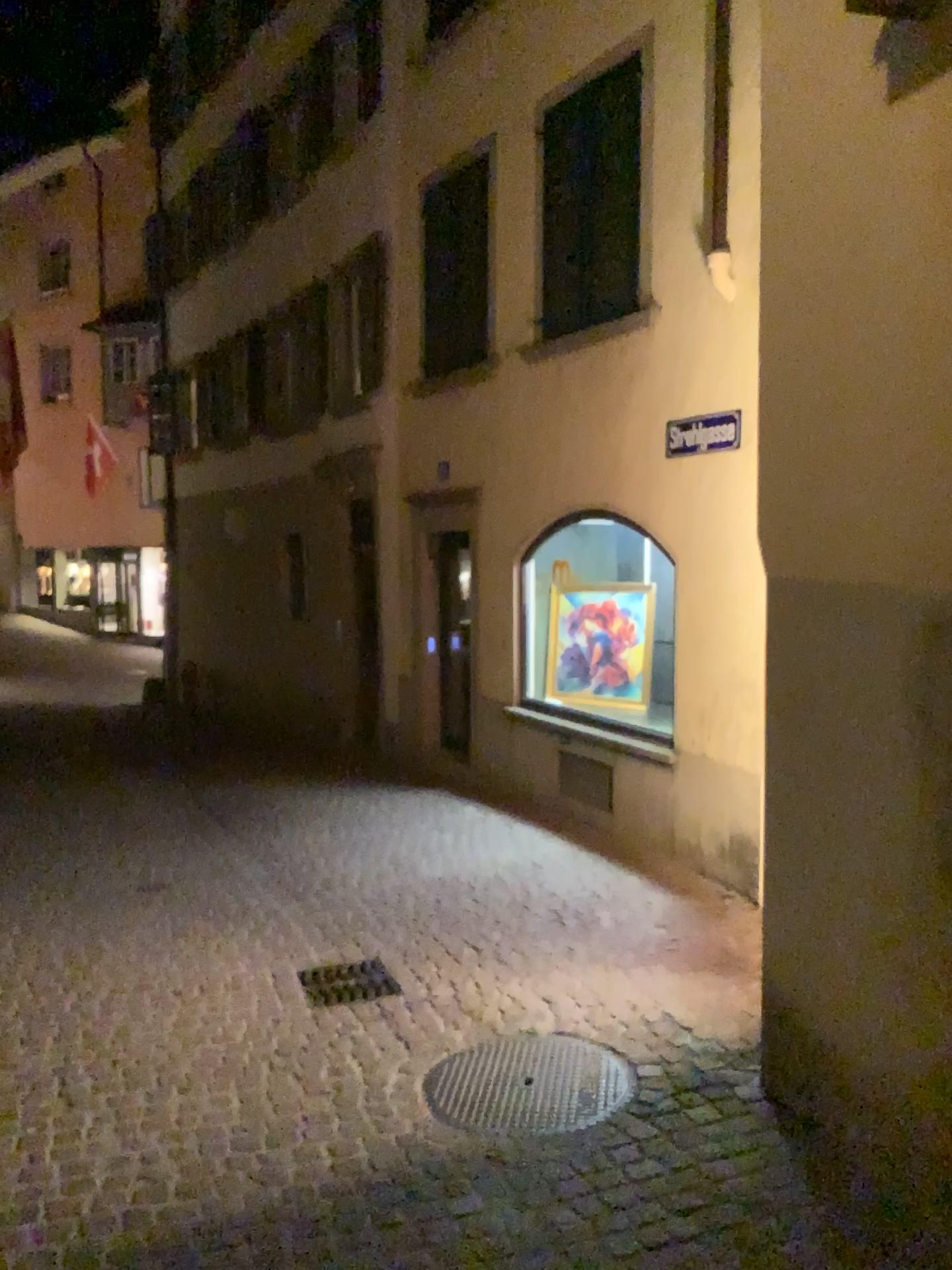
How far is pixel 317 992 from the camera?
4.5 meters

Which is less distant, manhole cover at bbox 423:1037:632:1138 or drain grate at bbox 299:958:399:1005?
manhole cover at bbox 423:1037:632:1138

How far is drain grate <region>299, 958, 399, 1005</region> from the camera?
4.49m

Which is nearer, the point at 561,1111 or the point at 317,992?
the point at 561,1111

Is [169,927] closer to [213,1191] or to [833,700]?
[213,1191]
